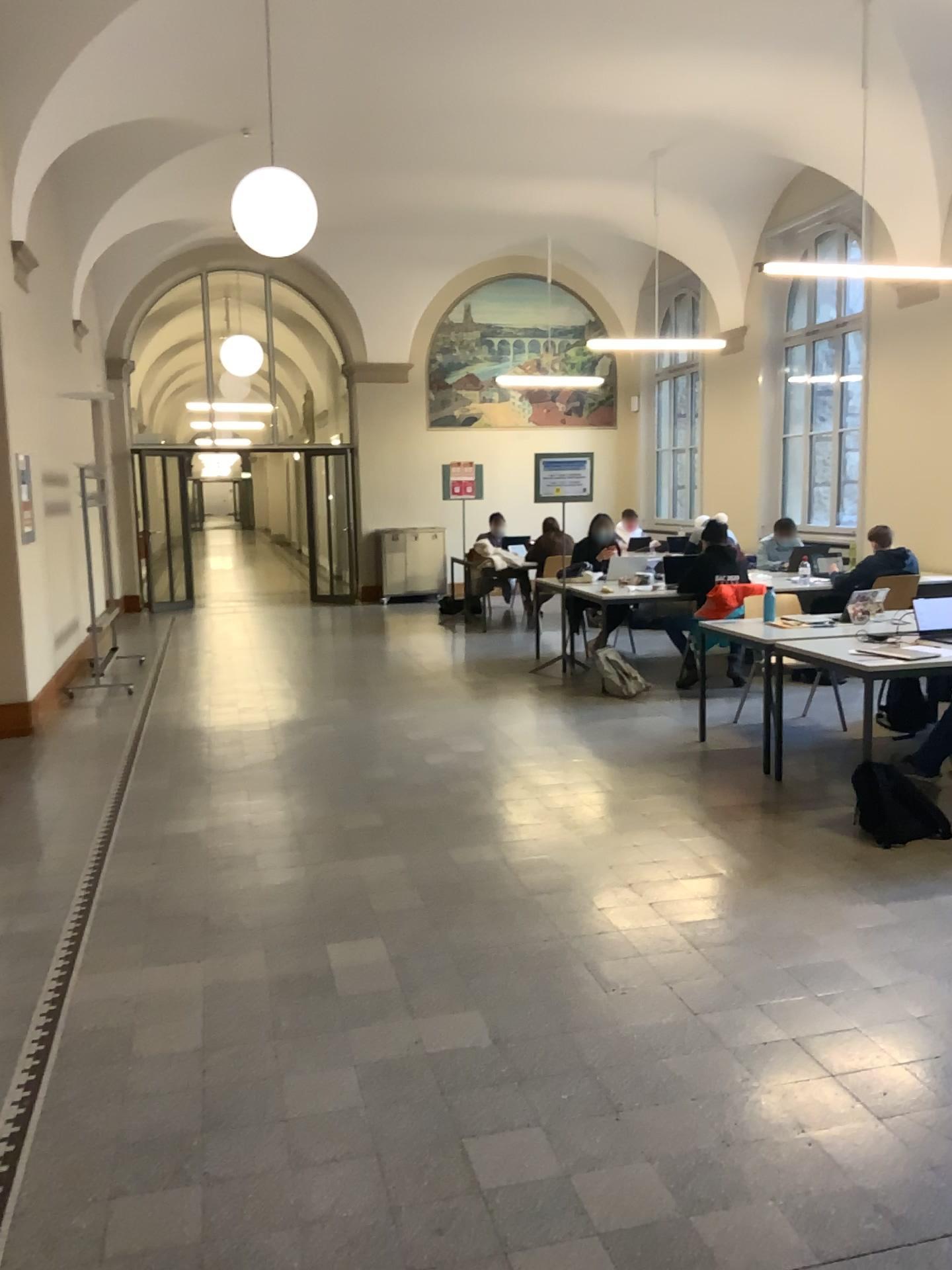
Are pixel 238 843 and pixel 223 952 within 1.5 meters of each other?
yes
